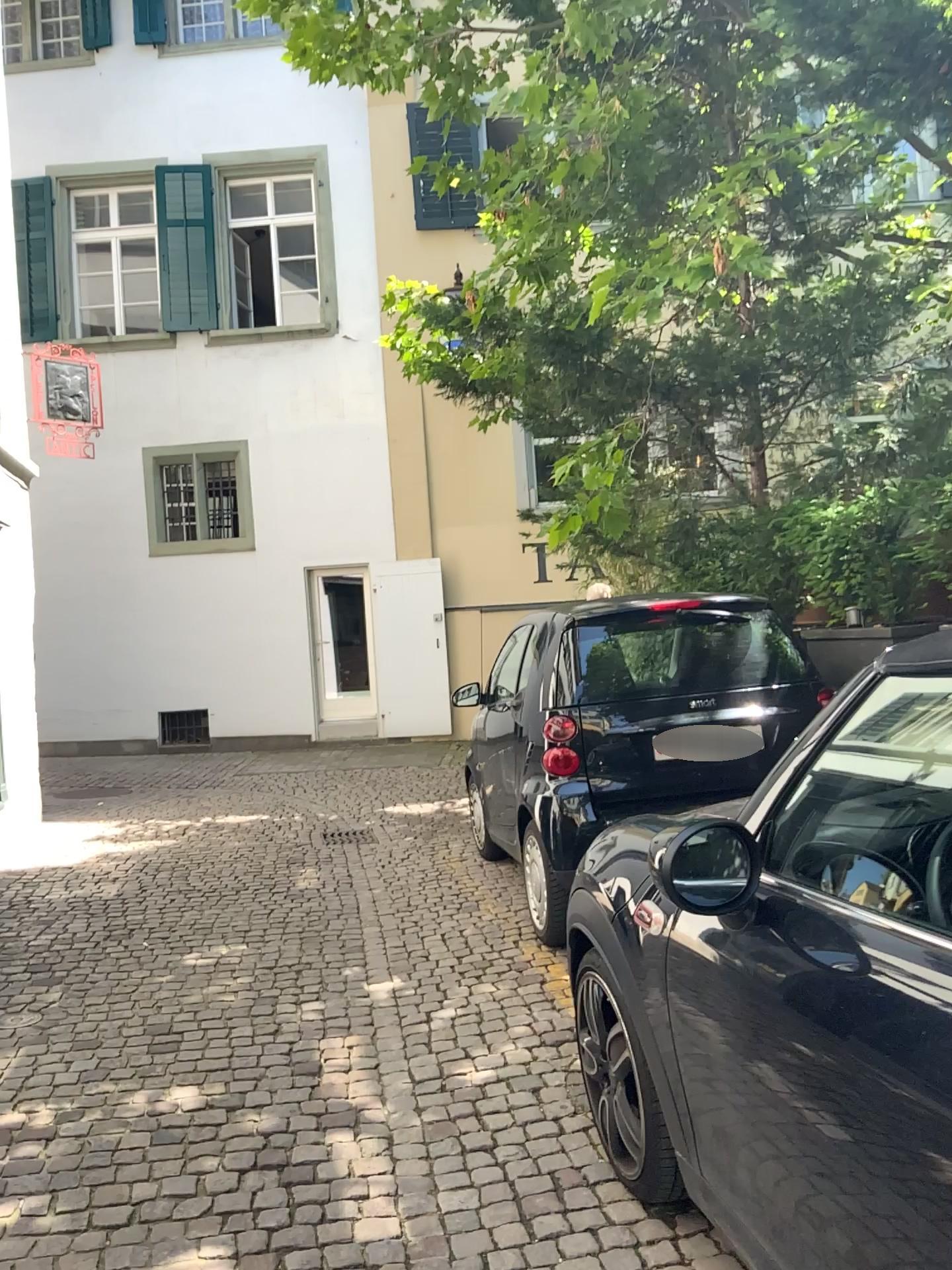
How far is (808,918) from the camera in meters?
1.8
